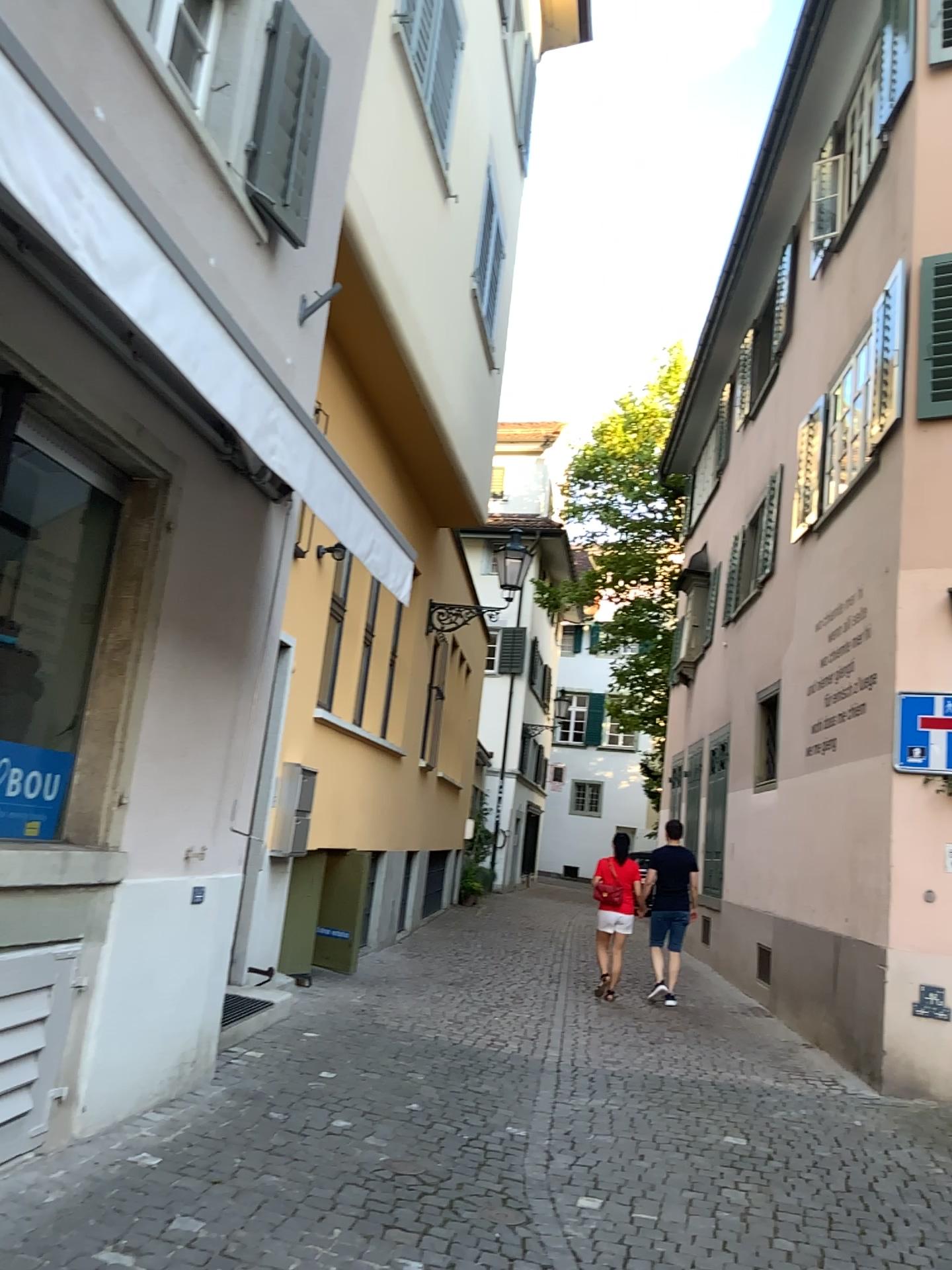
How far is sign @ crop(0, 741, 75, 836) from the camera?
3.9 meters

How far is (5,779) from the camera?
3.87m

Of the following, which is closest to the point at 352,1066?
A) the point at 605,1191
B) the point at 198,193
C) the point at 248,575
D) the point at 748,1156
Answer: the point at 605,1191
